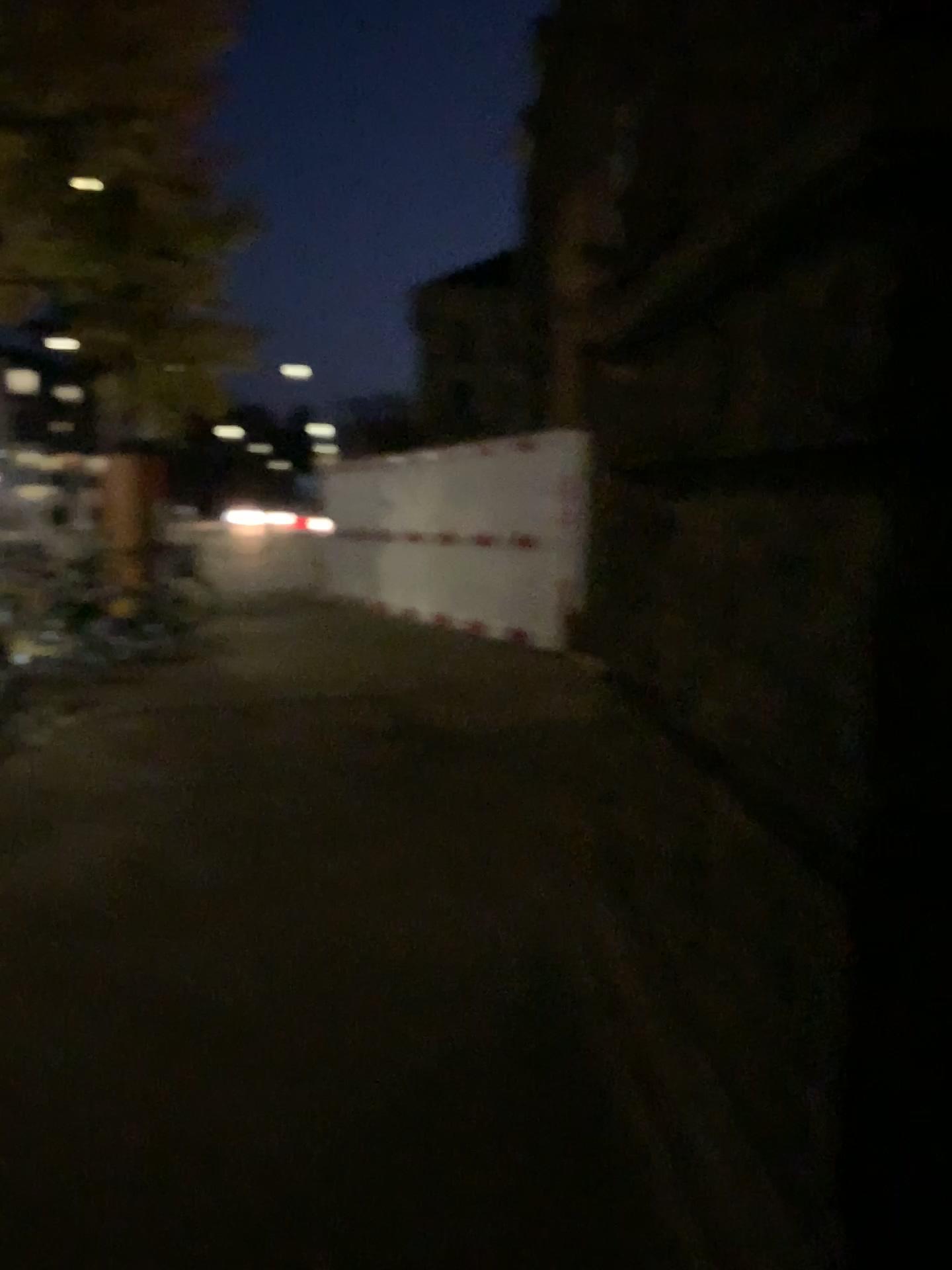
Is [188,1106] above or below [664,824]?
below
